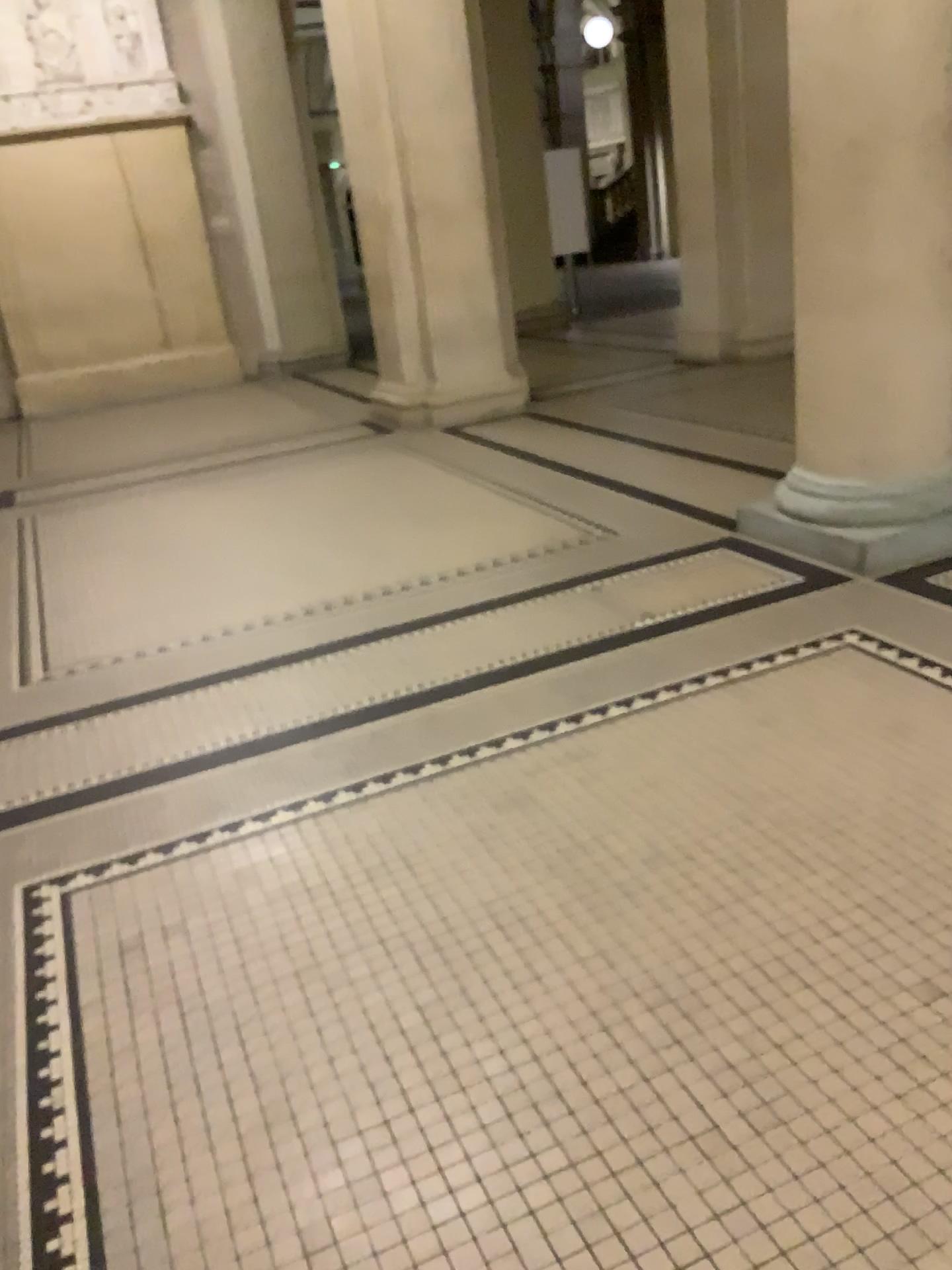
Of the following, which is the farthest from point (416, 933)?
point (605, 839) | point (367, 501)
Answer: point (367, 501)

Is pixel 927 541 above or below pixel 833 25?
below

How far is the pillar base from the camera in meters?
3.7

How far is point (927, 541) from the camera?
3.65m

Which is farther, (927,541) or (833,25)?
(927,541)

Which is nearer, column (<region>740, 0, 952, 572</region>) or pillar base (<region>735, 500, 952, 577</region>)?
column (<region>740, 0, 952, 572</region>)
